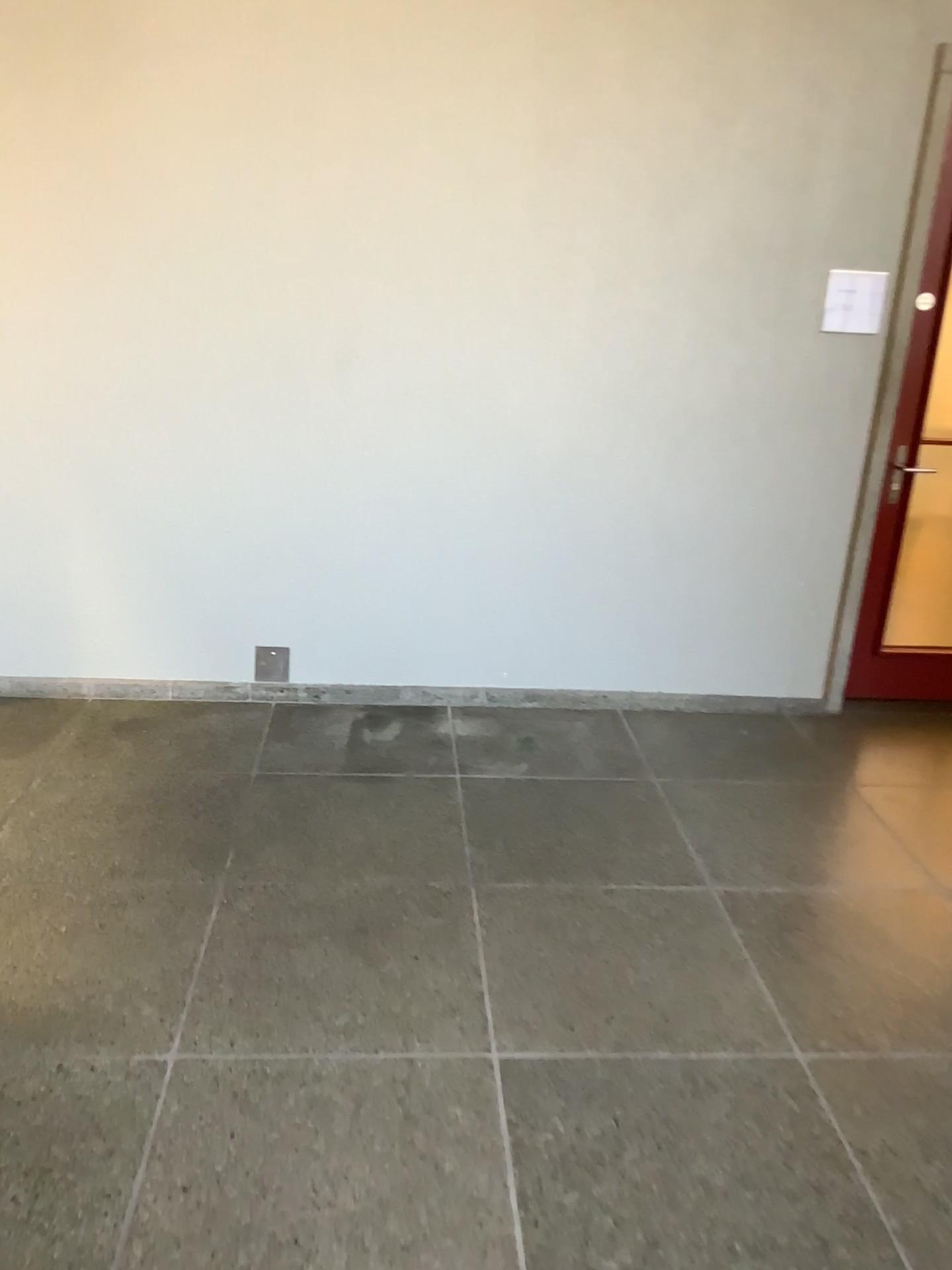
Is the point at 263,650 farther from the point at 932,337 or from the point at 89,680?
the point at 932,337

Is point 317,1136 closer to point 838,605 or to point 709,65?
point 838,605

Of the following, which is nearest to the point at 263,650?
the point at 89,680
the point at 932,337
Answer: the point at 89,680

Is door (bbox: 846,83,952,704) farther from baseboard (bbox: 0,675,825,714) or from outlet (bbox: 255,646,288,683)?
outlet (bbox: 255,646,288,683)

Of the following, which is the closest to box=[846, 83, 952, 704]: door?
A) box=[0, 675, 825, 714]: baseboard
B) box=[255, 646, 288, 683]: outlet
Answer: box=[0, 675, 825, 714]: baseboard

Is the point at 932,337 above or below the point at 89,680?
above
